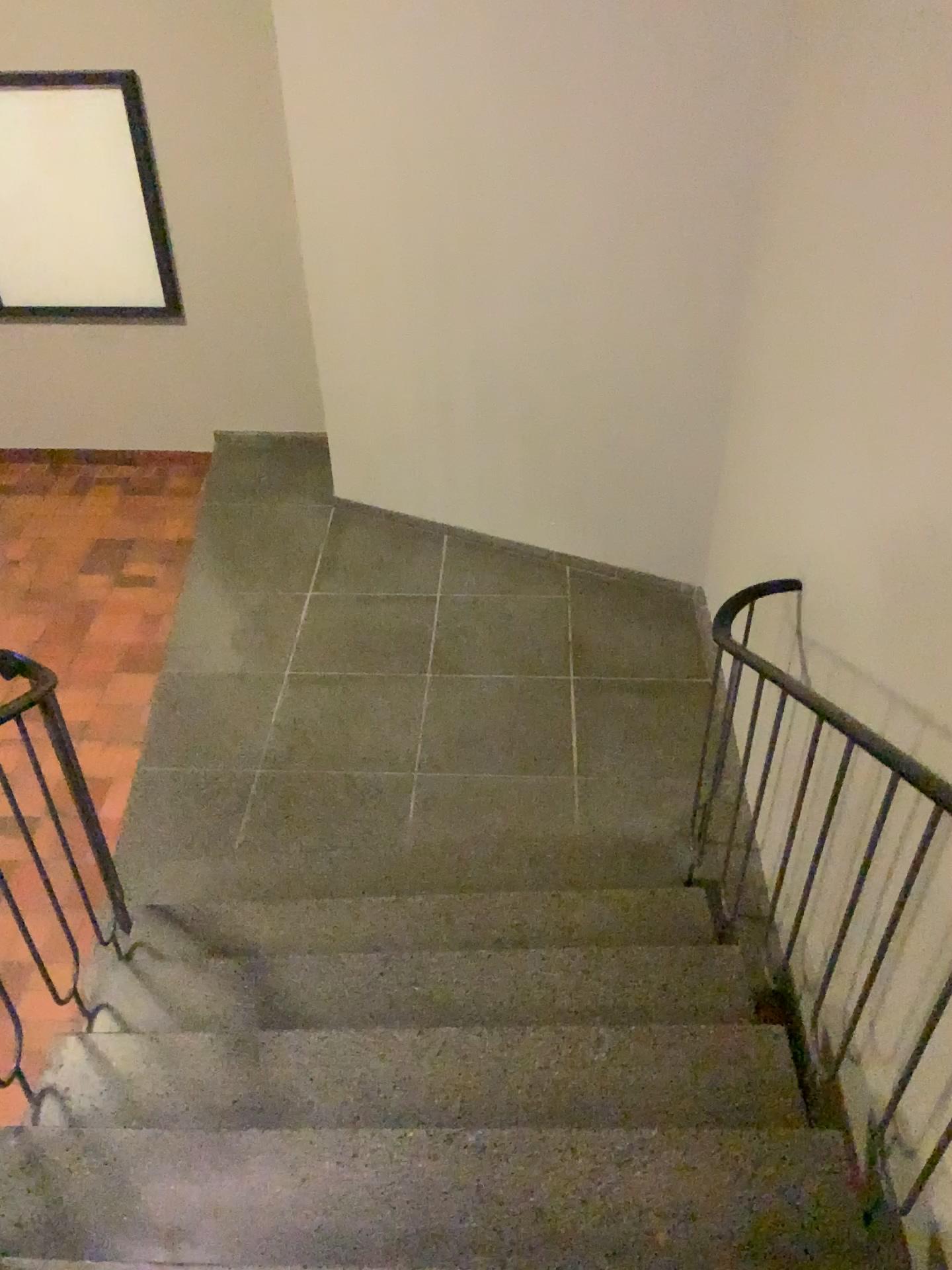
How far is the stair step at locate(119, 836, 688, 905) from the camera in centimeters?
324cm

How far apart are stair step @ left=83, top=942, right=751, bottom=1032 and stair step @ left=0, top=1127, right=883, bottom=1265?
0.39m

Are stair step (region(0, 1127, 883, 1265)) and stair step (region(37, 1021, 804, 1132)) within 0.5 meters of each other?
yes

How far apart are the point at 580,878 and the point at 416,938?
0.6 meters

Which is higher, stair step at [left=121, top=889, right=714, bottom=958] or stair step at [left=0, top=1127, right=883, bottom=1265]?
stair step at [left=0, top=1127, right=883, bottom=1265]

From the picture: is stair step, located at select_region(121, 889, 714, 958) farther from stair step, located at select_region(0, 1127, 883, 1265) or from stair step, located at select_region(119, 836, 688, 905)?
stair step, located at select_region(0, 1127, 883, 1265)

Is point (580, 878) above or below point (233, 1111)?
below

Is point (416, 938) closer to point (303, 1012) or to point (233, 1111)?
point (303, 1012)

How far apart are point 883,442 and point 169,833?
2.6 meters

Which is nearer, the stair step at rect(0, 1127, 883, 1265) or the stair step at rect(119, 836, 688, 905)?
the stair step at rect(0, 1127, 883, 1265)
